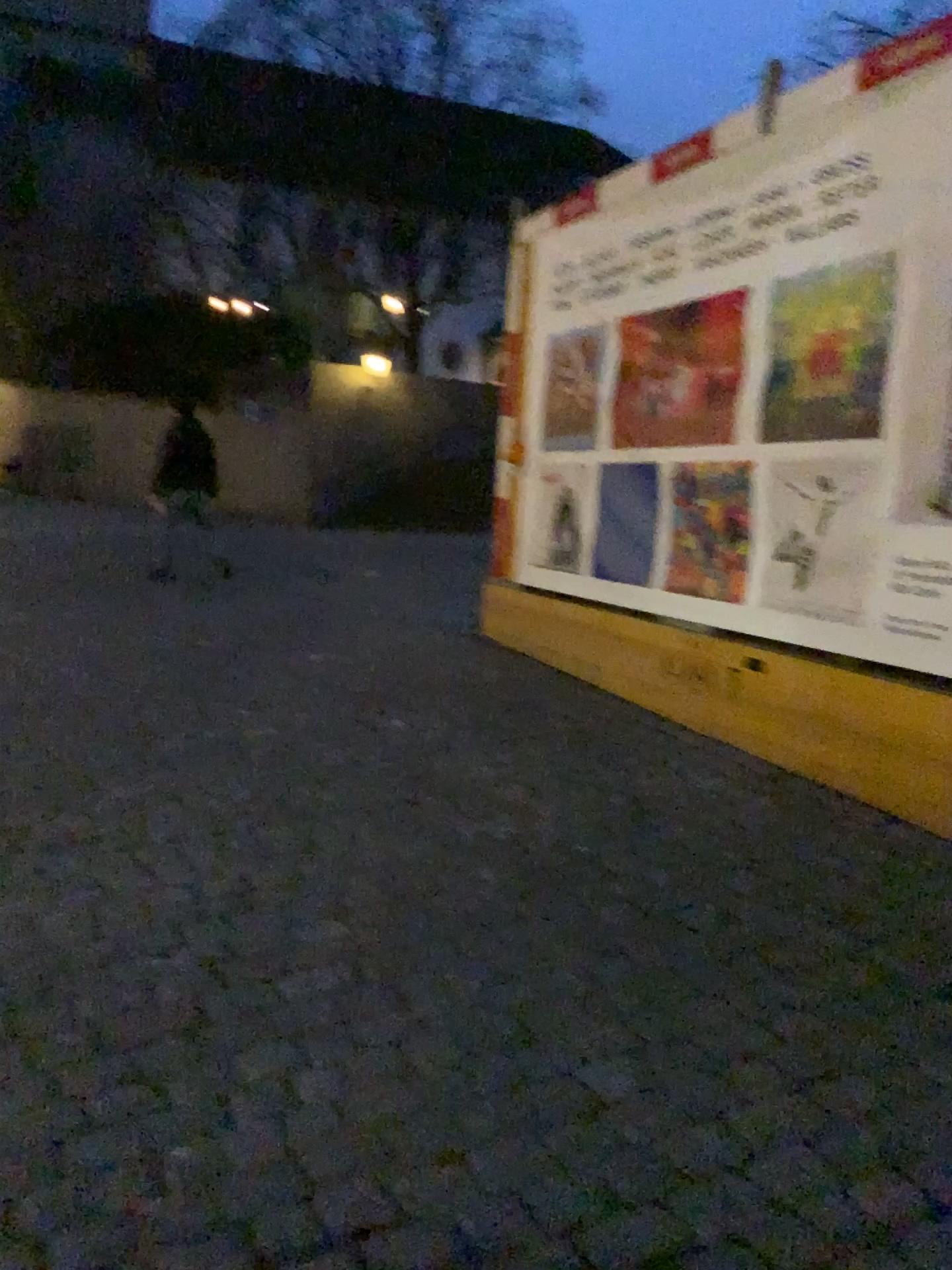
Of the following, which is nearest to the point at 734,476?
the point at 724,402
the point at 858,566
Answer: the point at 724,402

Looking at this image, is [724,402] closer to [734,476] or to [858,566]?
[734,476]

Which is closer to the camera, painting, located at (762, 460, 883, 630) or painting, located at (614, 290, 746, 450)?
painting, located at (762, 460, 883, 630)

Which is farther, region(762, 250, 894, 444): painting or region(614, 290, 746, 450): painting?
region(614, 290, 746, 450): painting

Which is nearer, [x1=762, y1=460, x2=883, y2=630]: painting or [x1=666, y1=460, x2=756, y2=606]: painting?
[x1=762, y1=460, x2=883, y2=630]: painting

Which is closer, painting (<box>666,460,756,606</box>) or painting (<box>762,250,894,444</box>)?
painting (<box>762,250,894,444</box>)

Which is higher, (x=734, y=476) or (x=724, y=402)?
(x=724, y=402)

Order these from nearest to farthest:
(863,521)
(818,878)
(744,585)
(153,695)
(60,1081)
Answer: (60,1081), (818,878), (863,521), (744,585), (153,695)
